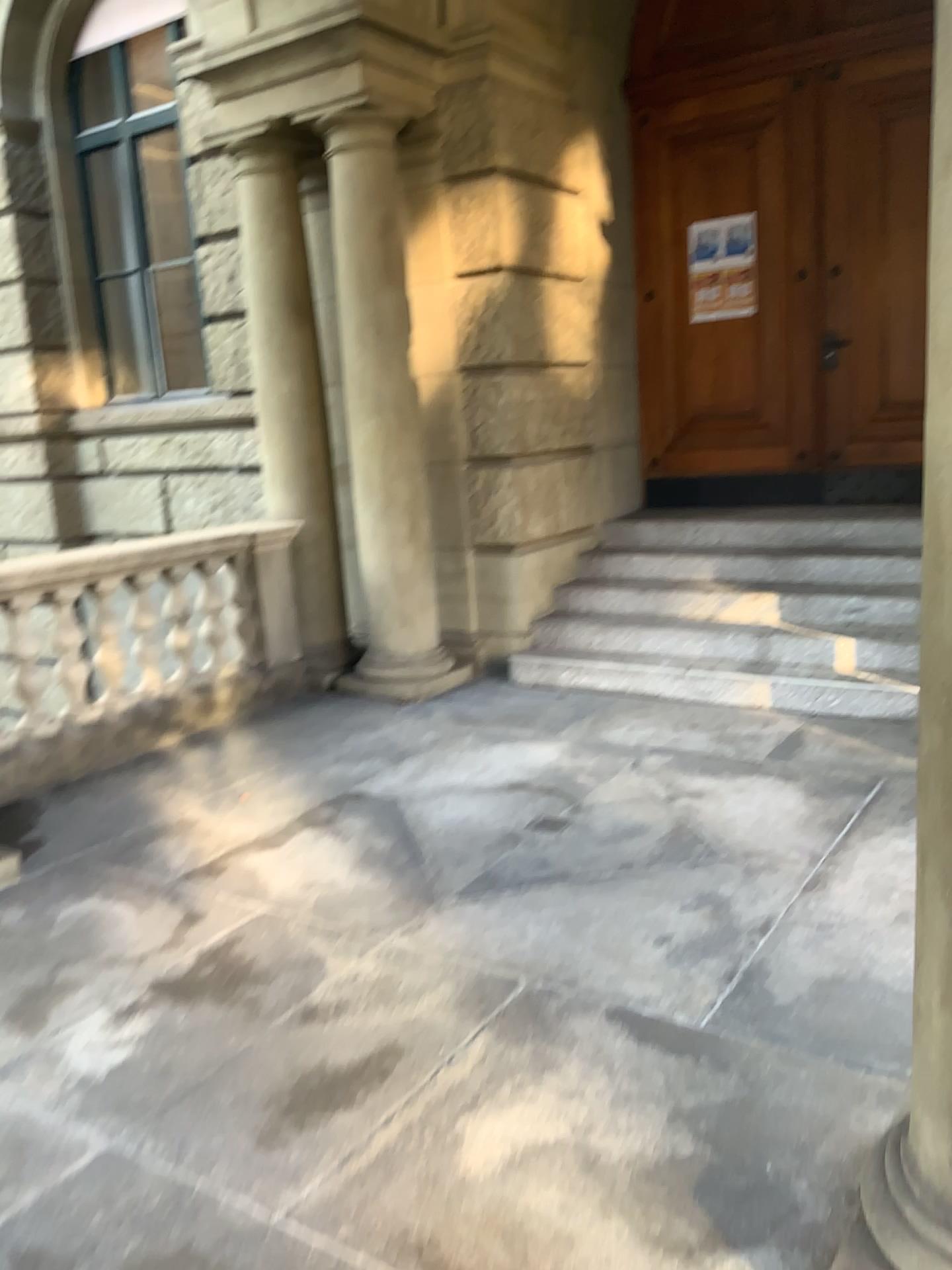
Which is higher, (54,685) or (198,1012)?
(54,685)
